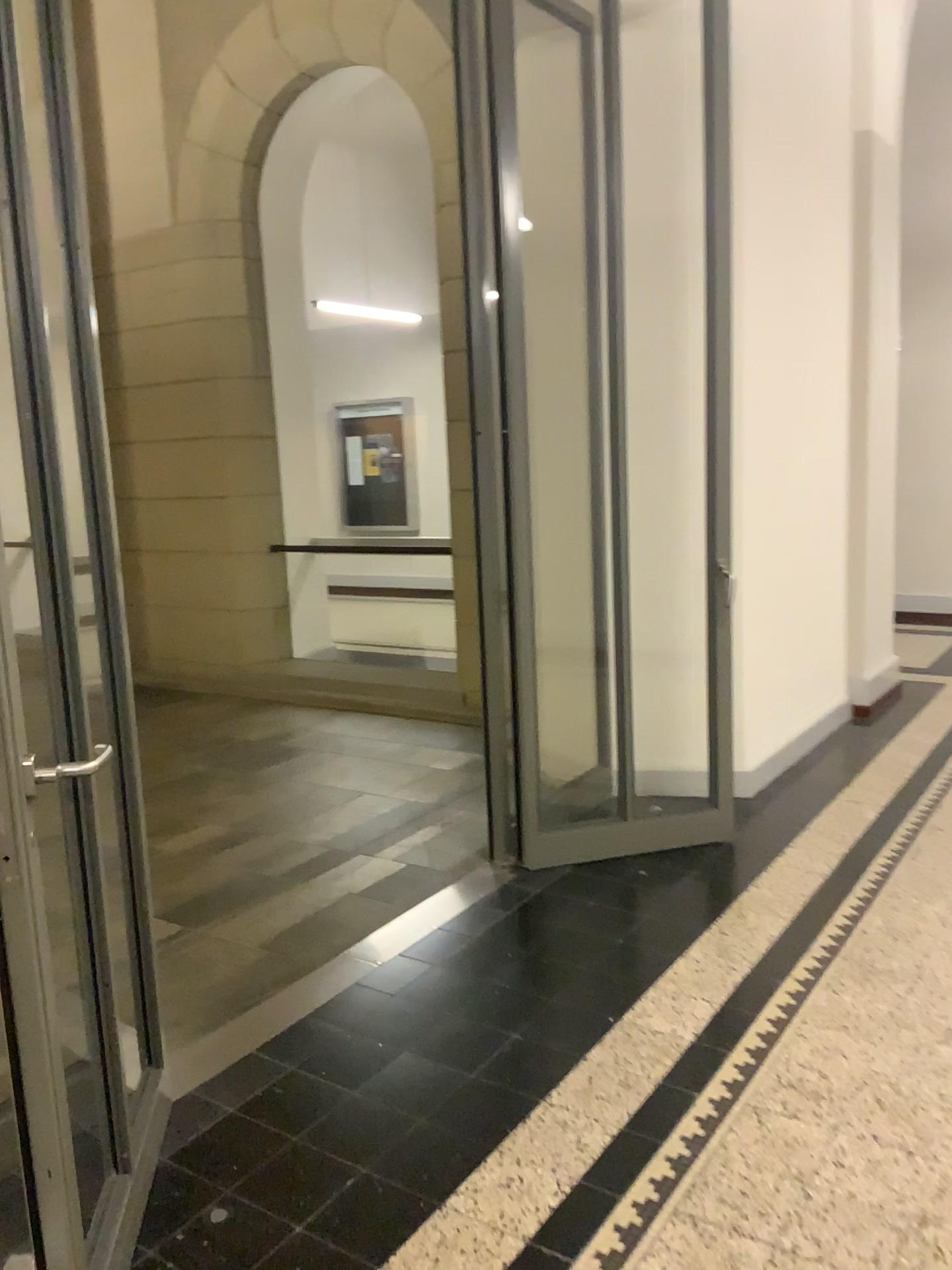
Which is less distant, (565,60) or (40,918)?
(40,918)

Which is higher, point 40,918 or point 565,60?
point 565,60

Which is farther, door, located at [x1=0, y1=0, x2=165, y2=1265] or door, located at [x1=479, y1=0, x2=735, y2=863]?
door, located at [x1=479, y1=0, x2=735, y2=863]

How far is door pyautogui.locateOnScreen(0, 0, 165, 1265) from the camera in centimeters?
160cm

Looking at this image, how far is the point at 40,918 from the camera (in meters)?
1.60

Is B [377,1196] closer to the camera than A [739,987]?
Yes
